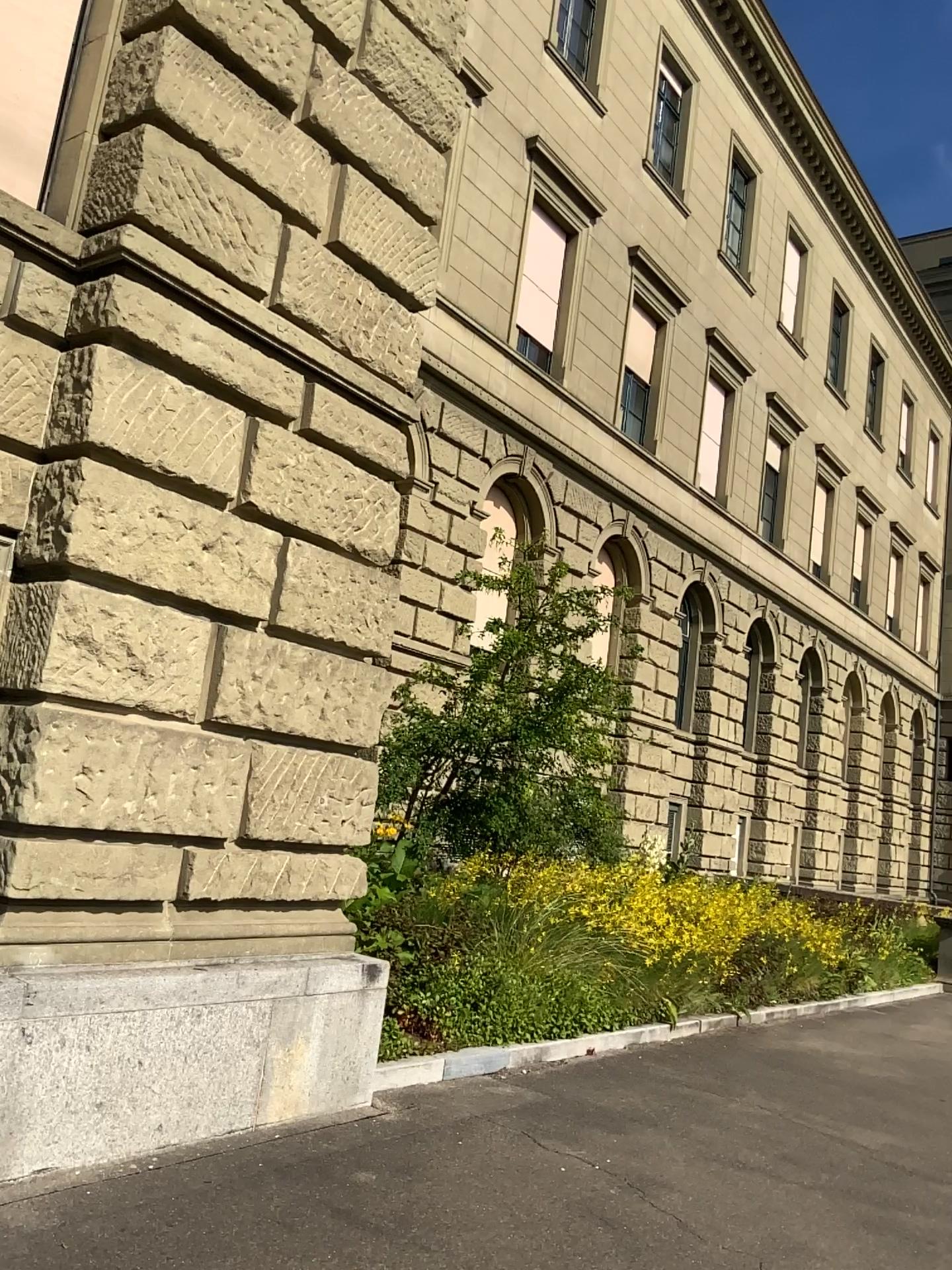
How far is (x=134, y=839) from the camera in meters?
4.4
